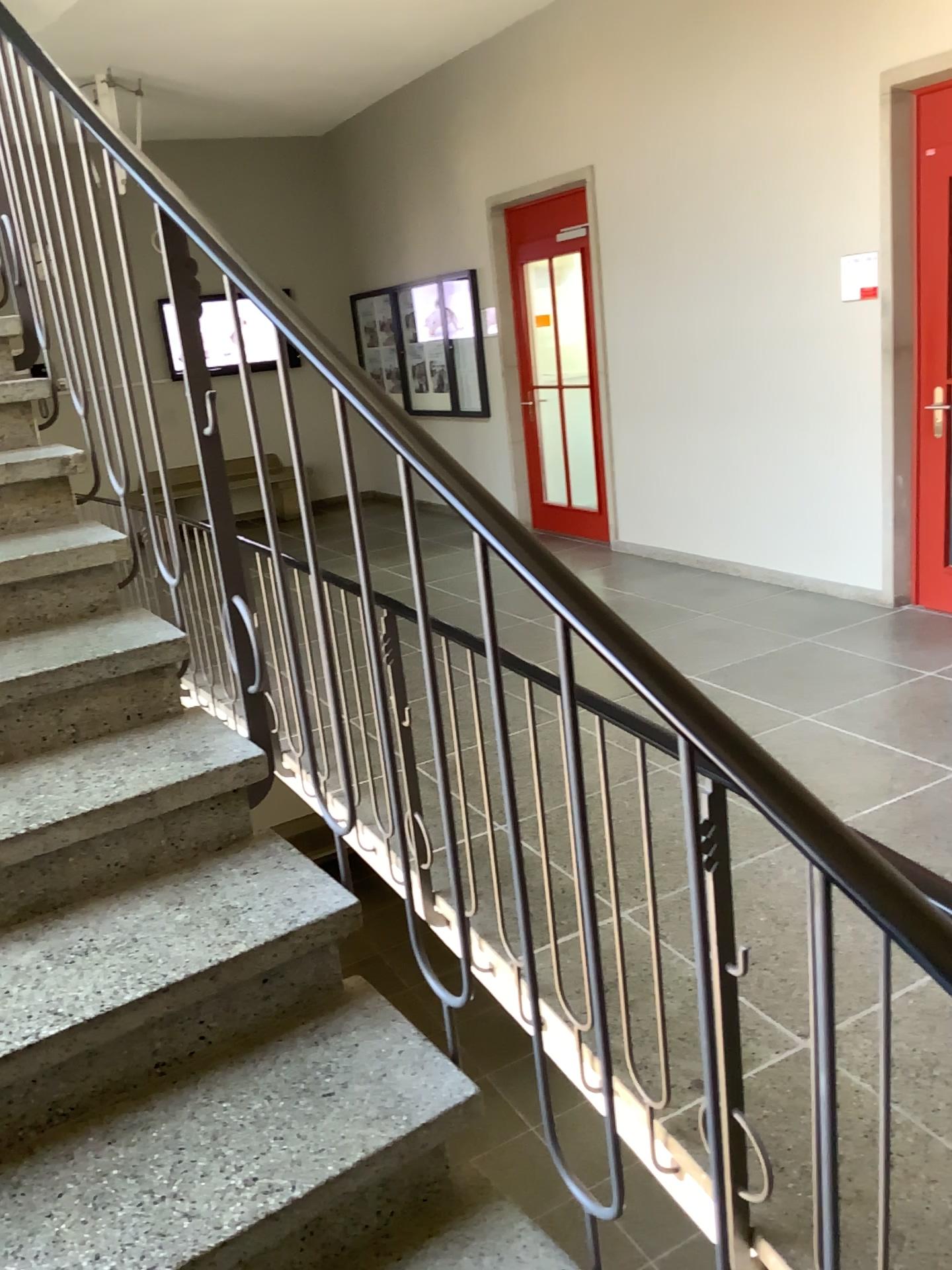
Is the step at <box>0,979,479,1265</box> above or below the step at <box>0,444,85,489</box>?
below

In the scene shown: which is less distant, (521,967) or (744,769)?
(744,769)

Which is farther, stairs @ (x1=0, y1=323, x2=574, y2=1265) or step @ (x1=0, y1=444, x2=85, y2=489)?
step @ (x1=0, y1=444, x2=85, y2=489)

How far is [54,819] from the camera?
1.7 meters

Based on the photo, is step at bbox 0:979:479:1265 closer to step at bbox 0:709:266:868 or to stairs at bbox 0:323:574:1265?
stairs at bbox 0:323:574:1265

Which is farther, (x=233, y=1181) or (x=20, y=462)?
(x=20, y=462)

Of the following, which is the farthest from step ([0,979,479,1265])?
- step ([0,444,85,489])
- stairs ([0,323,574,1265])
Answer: step ([0,444,85,489])

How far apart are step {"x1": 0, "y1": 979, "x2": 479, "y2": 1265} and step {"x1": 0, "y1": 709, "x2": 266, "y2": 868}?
0.4m

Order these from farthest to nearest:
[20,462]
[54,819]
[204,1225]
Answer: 1. [20,462]
2. [54,819]
3. [204,1225]

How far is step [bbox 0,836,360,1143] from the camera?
1.4 meters
